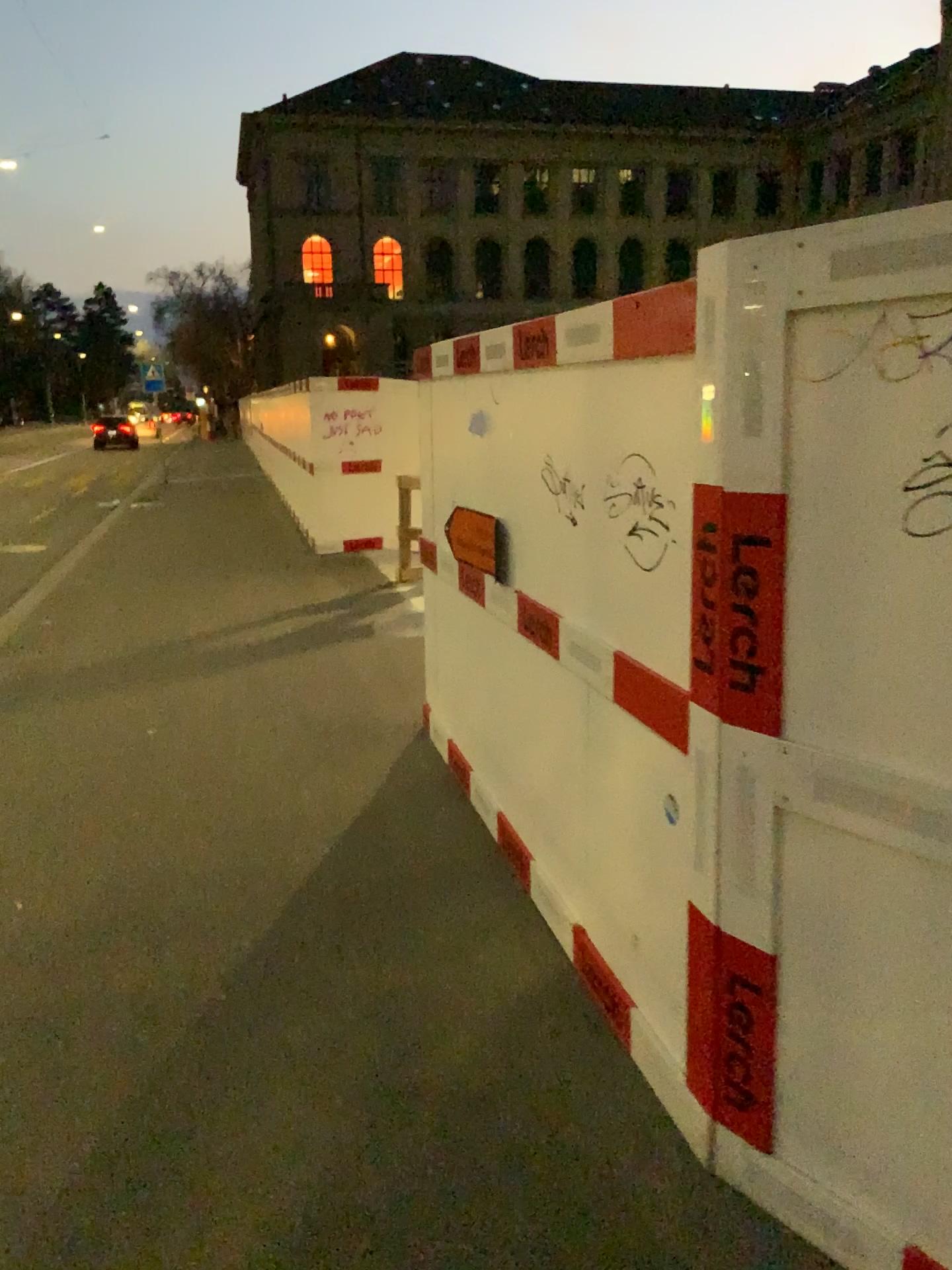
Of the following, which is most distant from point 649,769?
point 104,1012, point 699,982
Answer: point 104,1012
